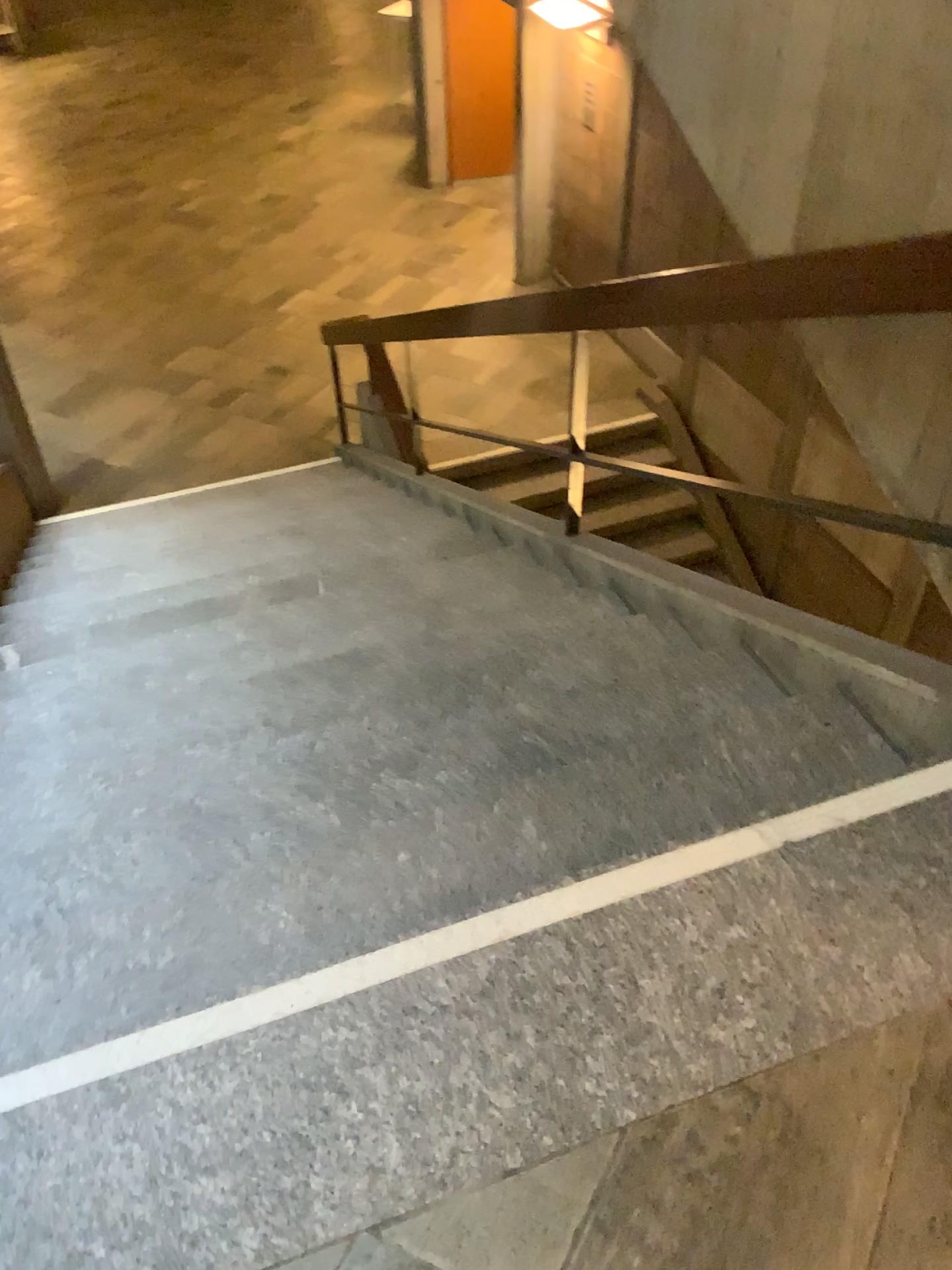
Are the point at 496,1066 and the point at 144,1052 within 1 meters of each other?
yes
